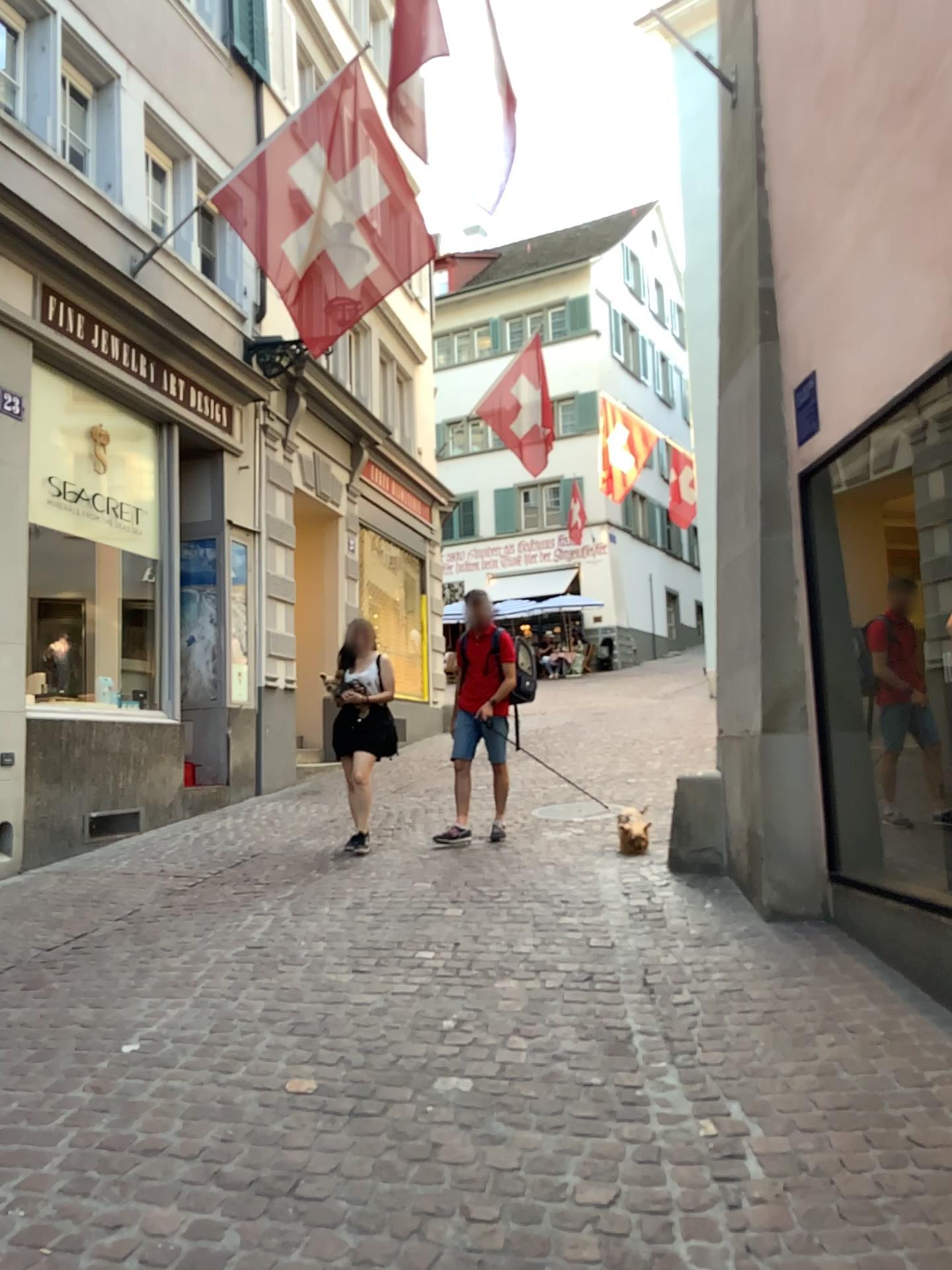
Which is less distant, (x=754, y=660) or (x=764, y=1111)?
(x=764, y=1111)
